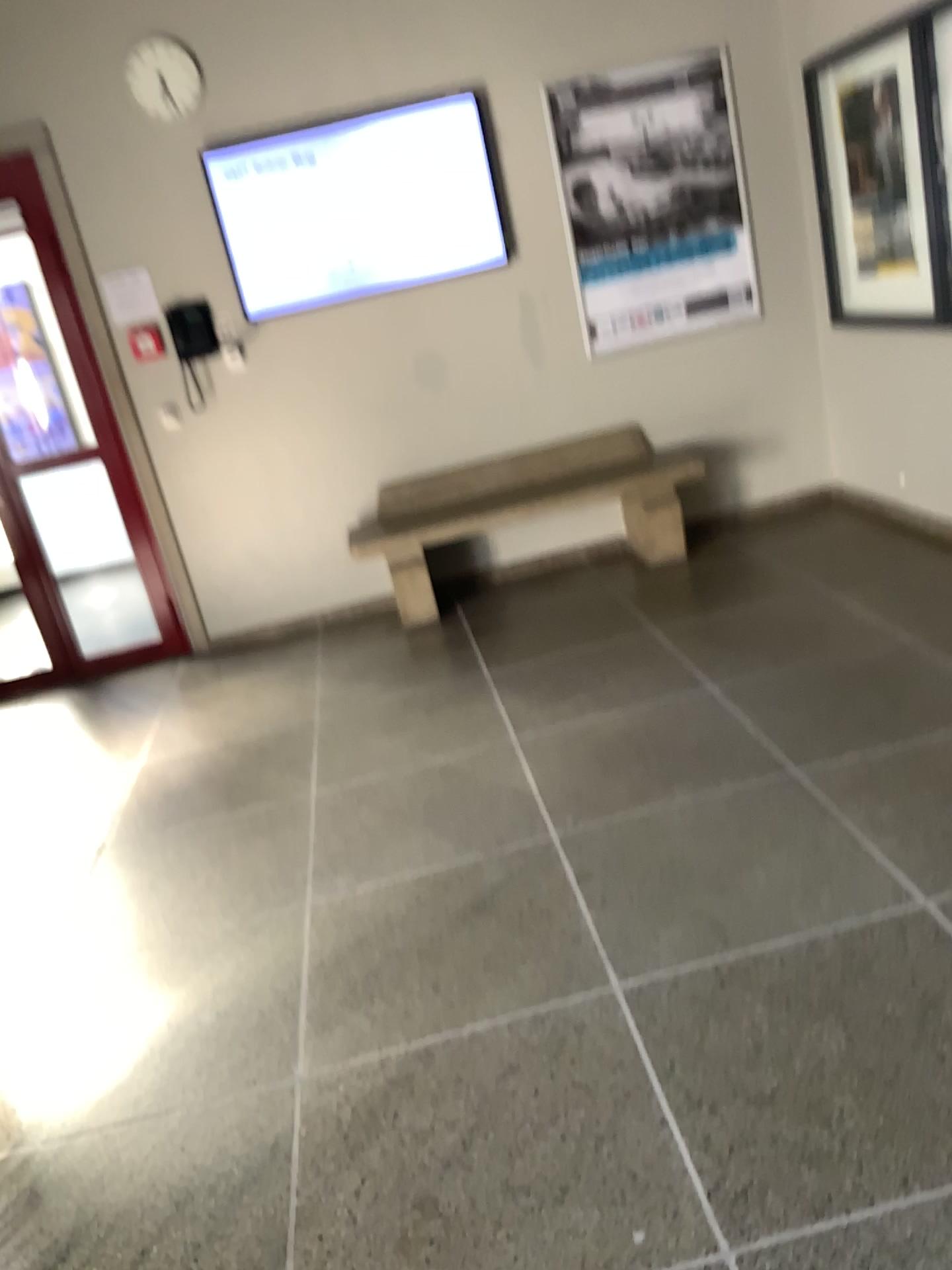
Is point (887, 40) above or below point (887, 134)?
above

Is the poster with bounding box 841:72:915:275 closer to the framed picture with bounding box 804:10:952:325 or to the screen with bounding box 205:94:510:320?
the framed picture with bounding box 804:10:952:325

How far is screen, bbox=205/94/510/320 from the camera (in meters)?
4.72

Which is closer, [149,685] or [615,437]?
[149,685]

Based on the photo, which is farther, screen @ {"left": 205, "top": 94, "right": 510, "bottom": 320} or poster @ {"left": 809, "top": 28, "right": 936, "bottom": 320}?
screen @ {"left": 205, "top": 94, "right": 510, "bottom": 320}

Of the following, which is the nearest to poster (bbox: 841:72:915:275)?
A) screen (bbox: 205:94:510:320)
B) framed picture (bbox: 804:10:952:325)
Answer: framed picture (bbox: 804:10:952:325)

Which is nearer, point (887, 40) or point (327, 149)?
point (887, 40)

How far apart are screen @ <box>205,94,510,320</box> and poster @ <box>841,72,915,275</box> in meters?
1.6 m

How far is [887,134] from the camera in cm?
419
